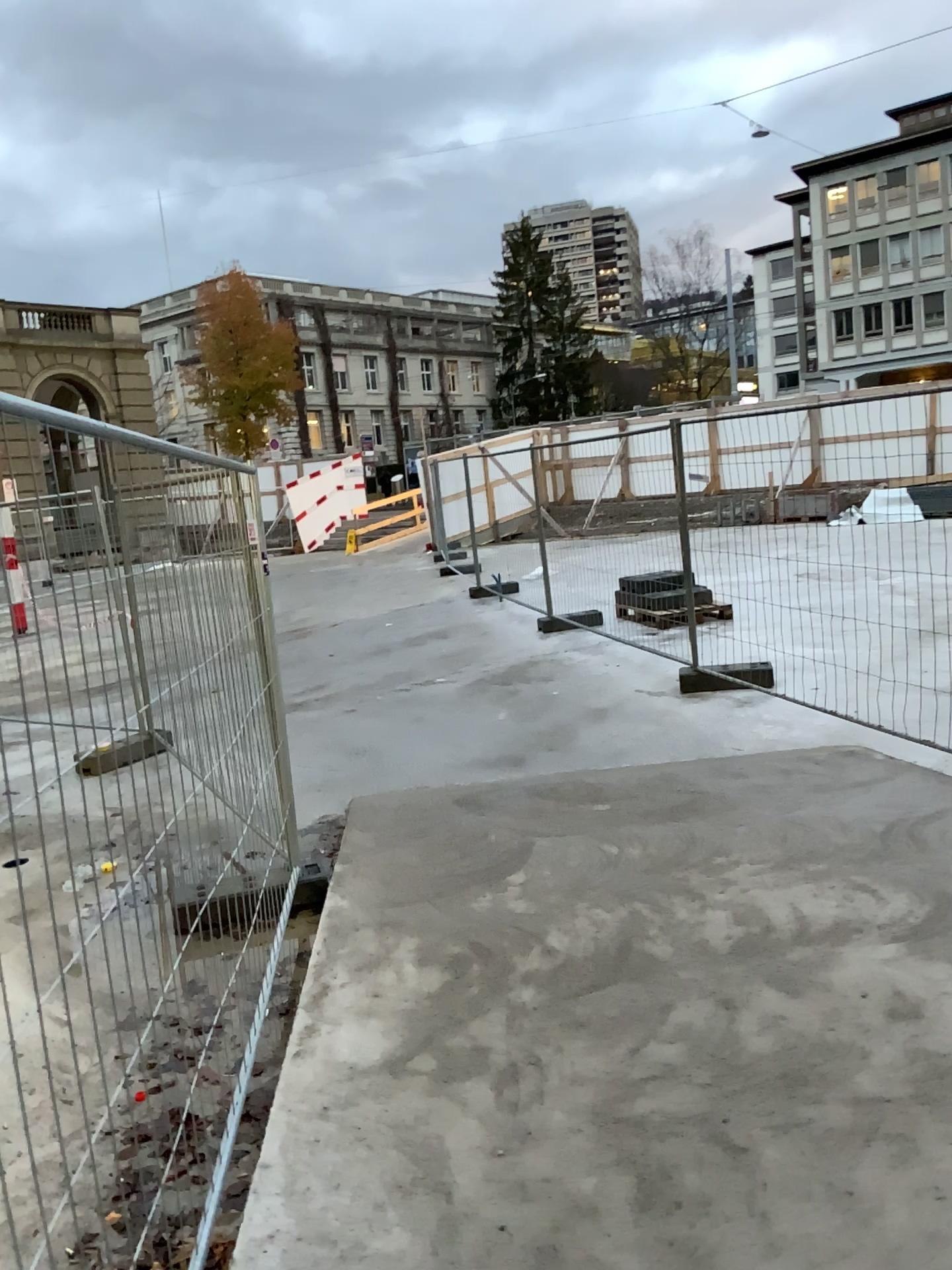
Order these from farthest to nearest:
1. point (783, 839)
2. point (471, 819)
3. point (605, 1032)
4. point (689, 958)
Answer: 1. point (471, 819)
2. point (783, 839)
3. point (689, 958)
4. point (605, 1032)
